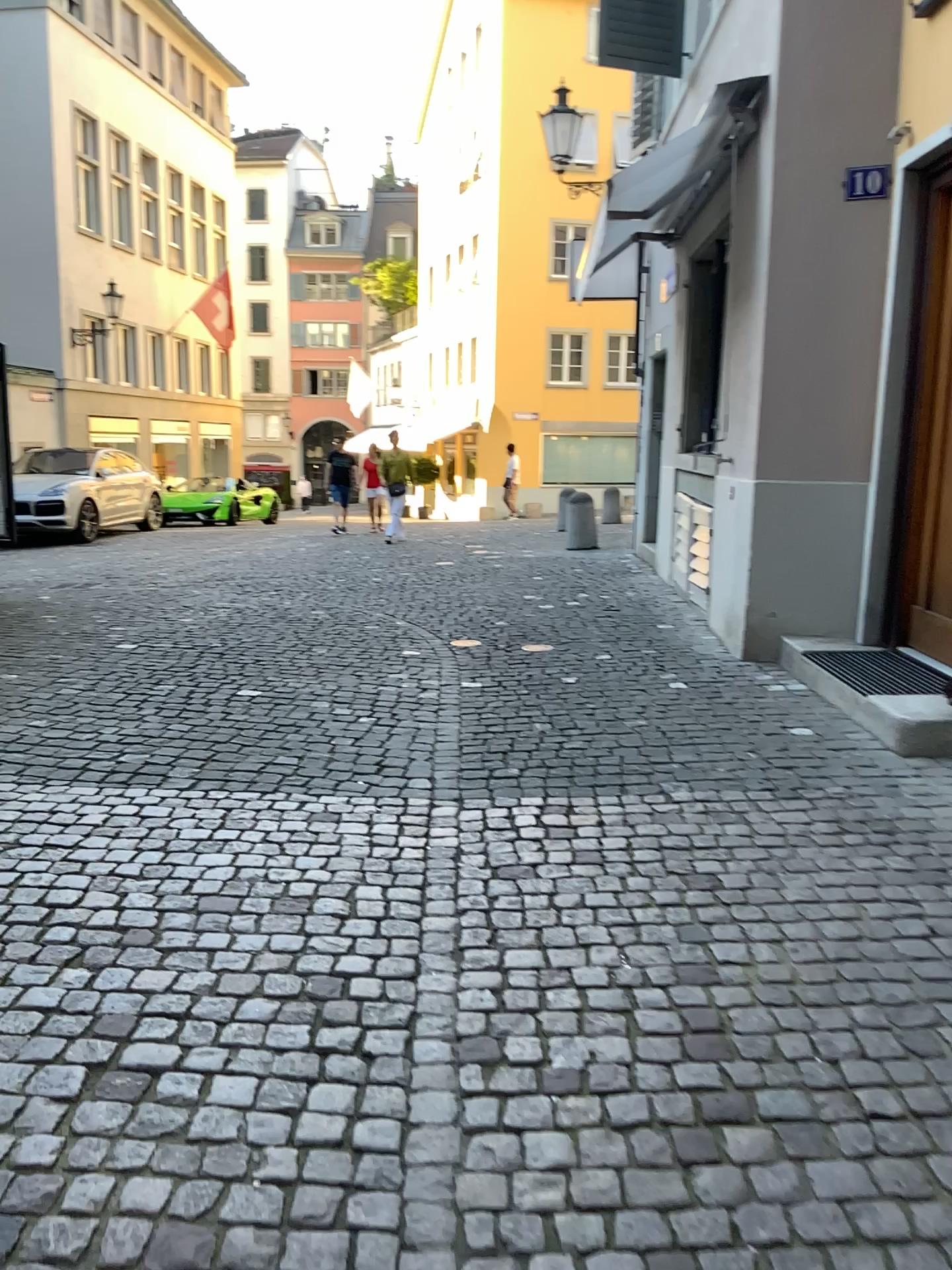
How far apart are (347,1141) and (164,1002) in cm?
63
